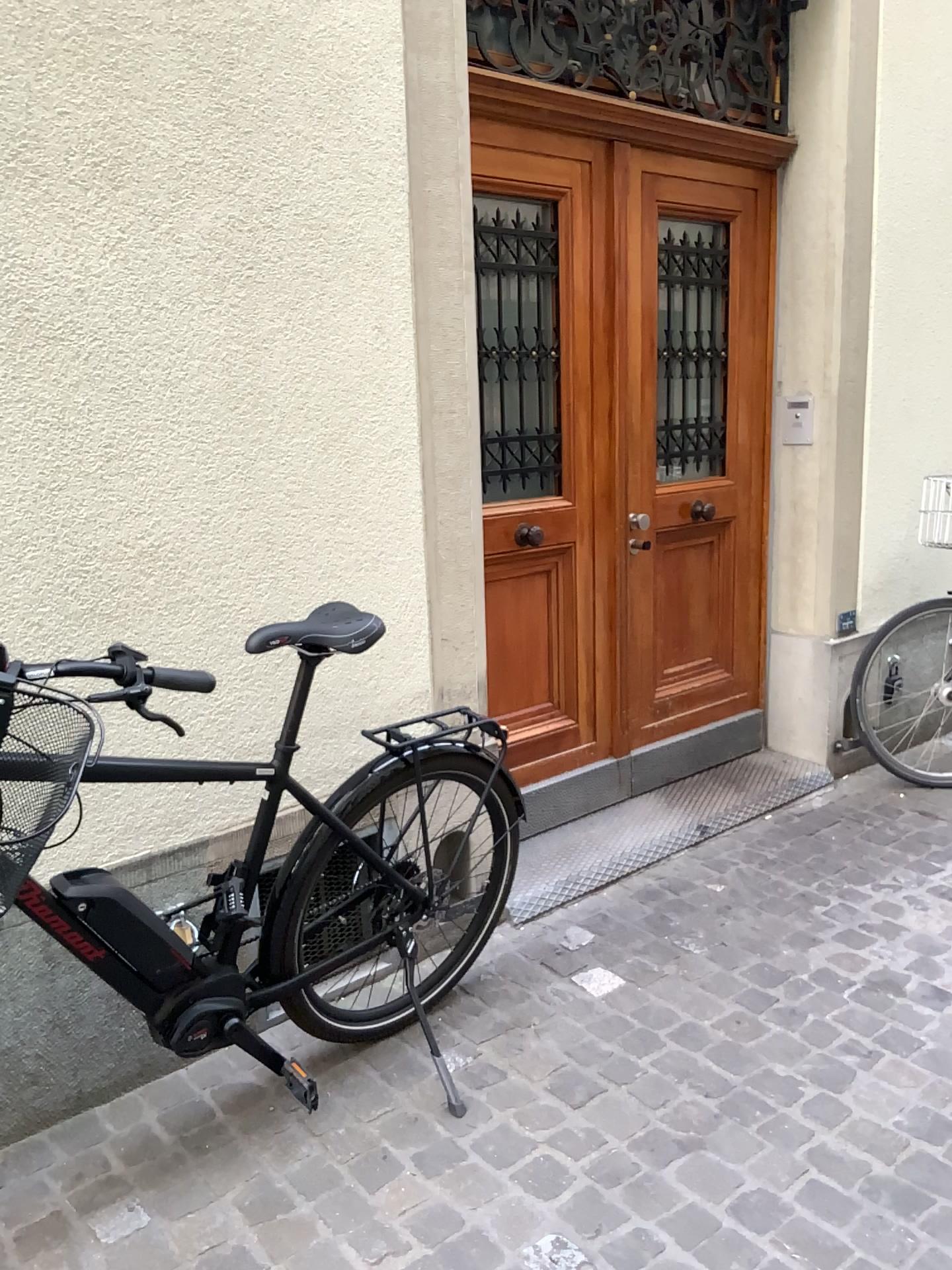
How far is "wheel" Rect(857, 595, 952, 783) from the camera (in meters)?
3.85

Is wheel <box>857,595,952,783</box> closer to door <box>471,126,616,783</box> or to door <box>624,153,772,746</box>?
door <box>624,153,772,746</box>

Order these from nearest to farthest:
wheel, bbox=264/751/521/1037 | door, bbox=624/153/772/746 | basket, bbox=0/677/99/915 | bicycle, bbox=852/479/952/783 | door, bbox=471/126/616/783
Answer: basket, bbox=0/677/99/915
wheel, bbox=264/751/521/1037
door, bbox=471/126/616/783
door, bbox=624/153/772/746
bicycle, bbox=852/479/952/783

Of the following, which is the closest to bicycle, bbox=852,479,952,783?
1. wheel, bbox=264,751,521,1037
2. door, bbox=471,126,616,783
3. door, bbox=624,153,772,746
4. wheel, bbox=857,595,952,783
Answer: wheel, bbox=857,595,952,783

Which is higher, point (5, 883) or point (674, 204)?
point (674, 204)

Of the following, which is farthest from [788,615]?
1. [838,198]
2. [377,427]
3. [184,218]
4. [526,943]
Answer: [184,218]

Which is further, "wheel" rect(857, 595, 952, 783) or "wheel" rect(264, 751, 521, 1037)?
"wheel" rect(857, 595, 952, 783)

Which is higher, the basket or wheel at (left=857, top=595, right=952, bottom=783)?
the basket

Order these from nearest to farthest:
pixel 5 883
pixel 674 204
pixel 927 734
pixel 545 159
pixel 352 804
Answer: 1. pixel 5 883
2. pixel 352 804
3. pixel 545 159
4. pixel 674 204
5. pixel 927 734

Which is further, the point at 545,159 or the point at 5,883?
the point at 545,159
